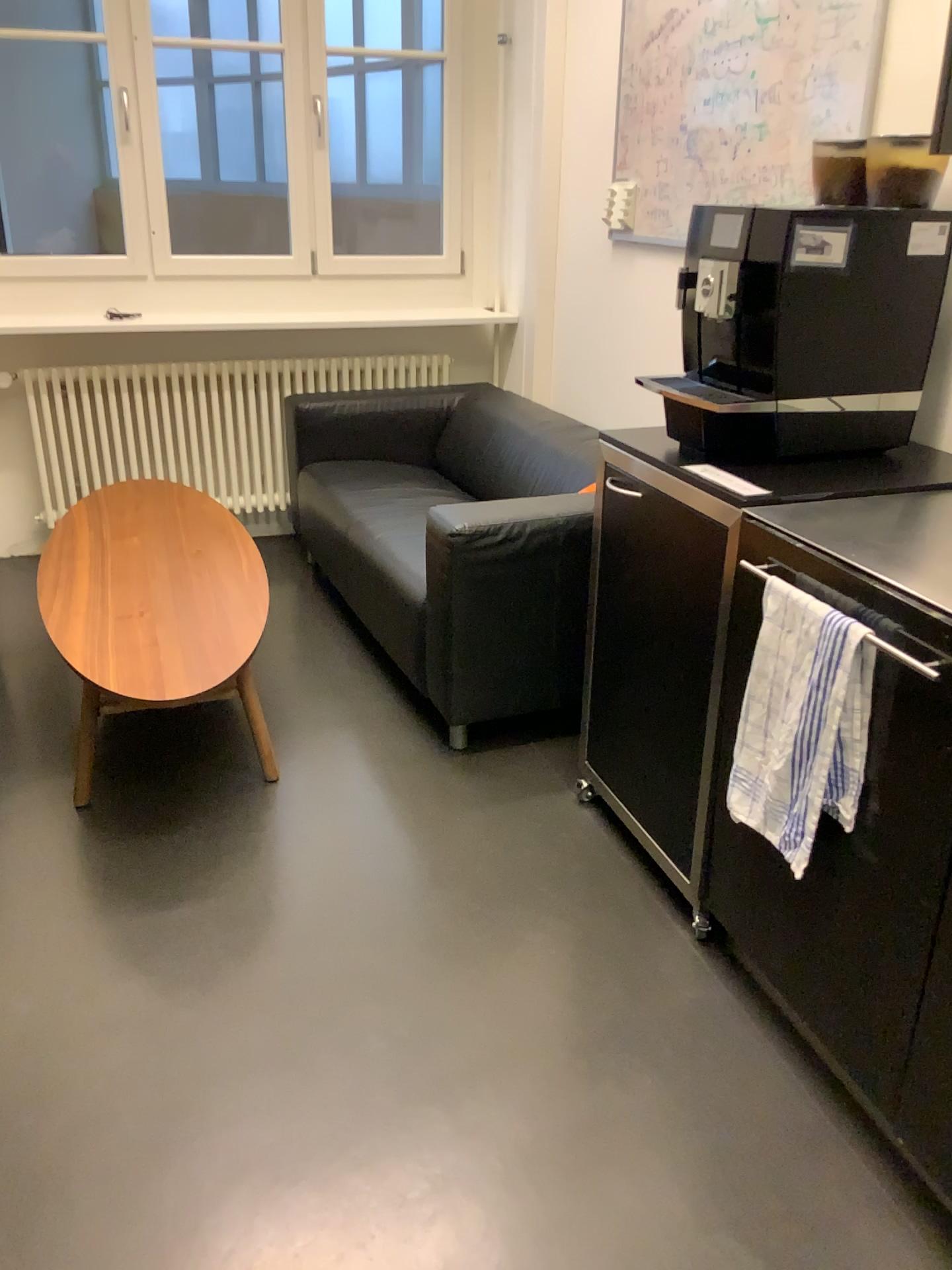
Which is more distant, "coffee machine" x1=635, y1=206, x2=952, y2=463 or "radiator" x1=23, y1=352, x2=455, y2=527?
"radiator" x1=23, y1=352, x2=455, y2=527

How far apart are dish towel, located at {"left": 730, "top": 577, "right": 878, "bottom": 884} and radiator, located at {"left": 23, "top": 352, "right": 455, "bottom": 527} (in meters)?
2.87

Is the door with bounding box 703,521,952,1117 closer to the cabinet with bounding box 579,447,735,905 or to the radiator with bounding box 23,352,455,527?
the cabinet with bounding box 579,447,735,905

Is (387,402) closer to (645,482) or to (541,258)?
(541,258)

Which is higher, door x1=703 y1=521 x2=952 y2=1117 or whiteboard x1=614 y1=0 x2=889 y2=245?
whiteboard x1=614 y1=0 x2=889 y2=245

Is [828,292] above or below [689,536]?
above

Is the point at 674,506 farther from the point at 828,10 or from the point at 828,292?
the point at 828,10

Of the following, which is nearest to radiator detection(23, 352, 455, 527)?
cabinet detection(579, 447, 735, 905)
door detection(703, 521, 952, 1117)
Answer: cabinet detection(579, 447, 735, 905)

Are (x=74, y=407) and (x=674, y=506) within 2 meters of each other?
no

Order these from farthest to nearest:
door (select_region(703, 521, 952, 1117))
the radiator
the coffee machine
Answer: the radiator
the coffee machine
door (select_region(703, 521, 952, 1117))
